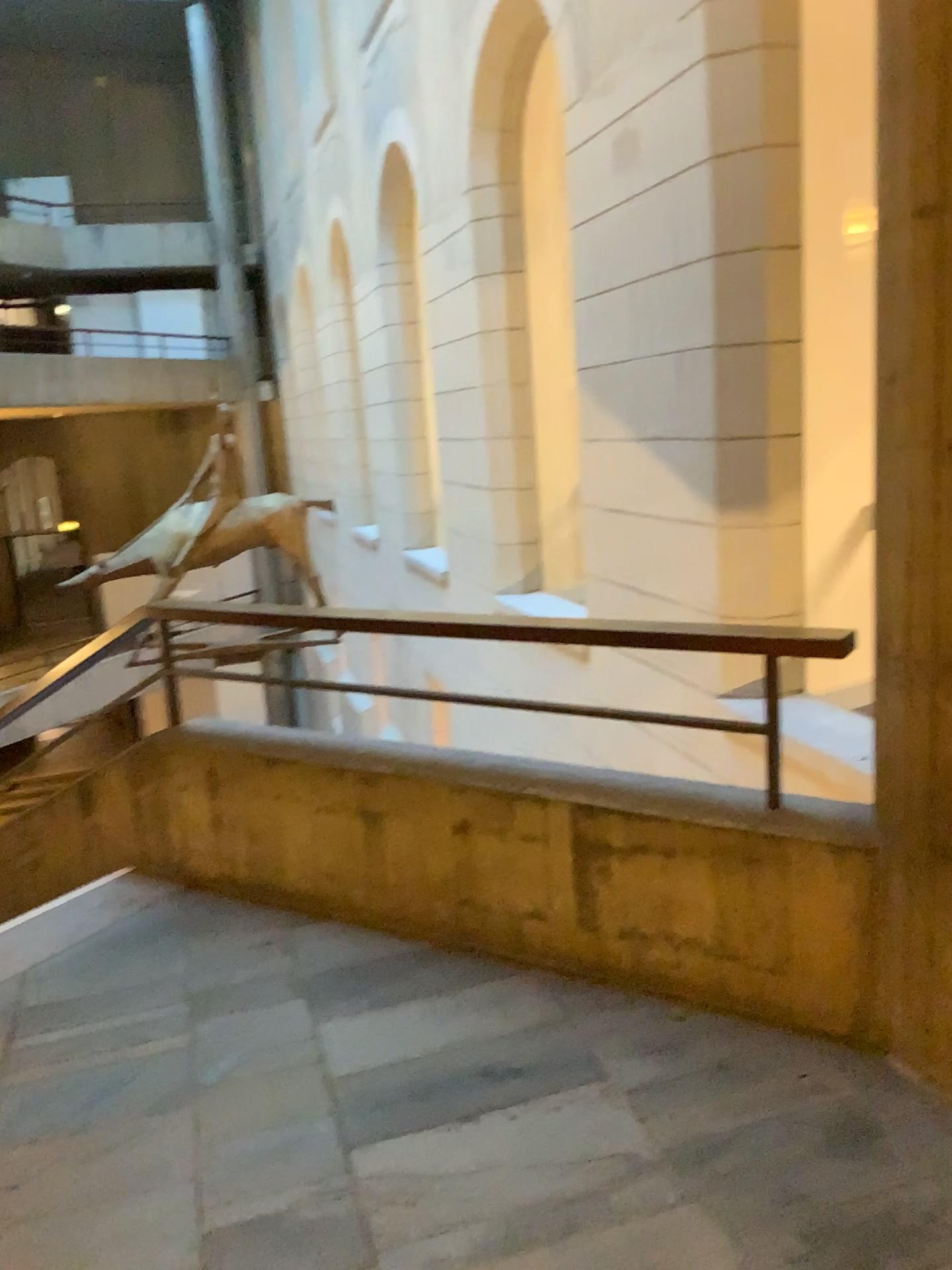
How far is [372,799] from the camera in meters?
3.2 m
